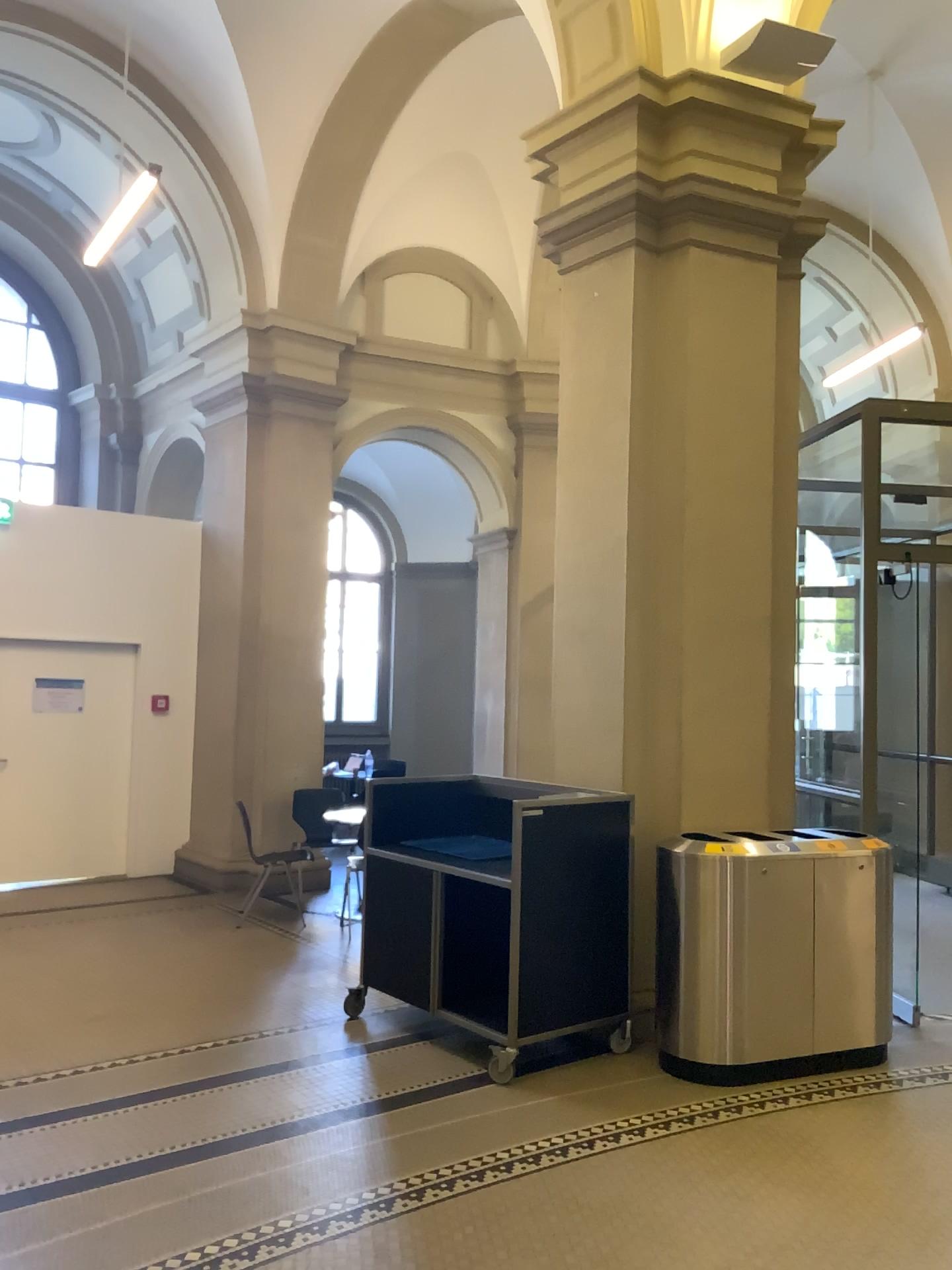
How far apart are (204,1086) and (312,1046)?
0.6 meters

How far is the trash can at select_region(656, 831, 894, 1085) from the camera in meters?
4.5 m

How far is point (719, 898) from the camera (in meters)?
4.54
